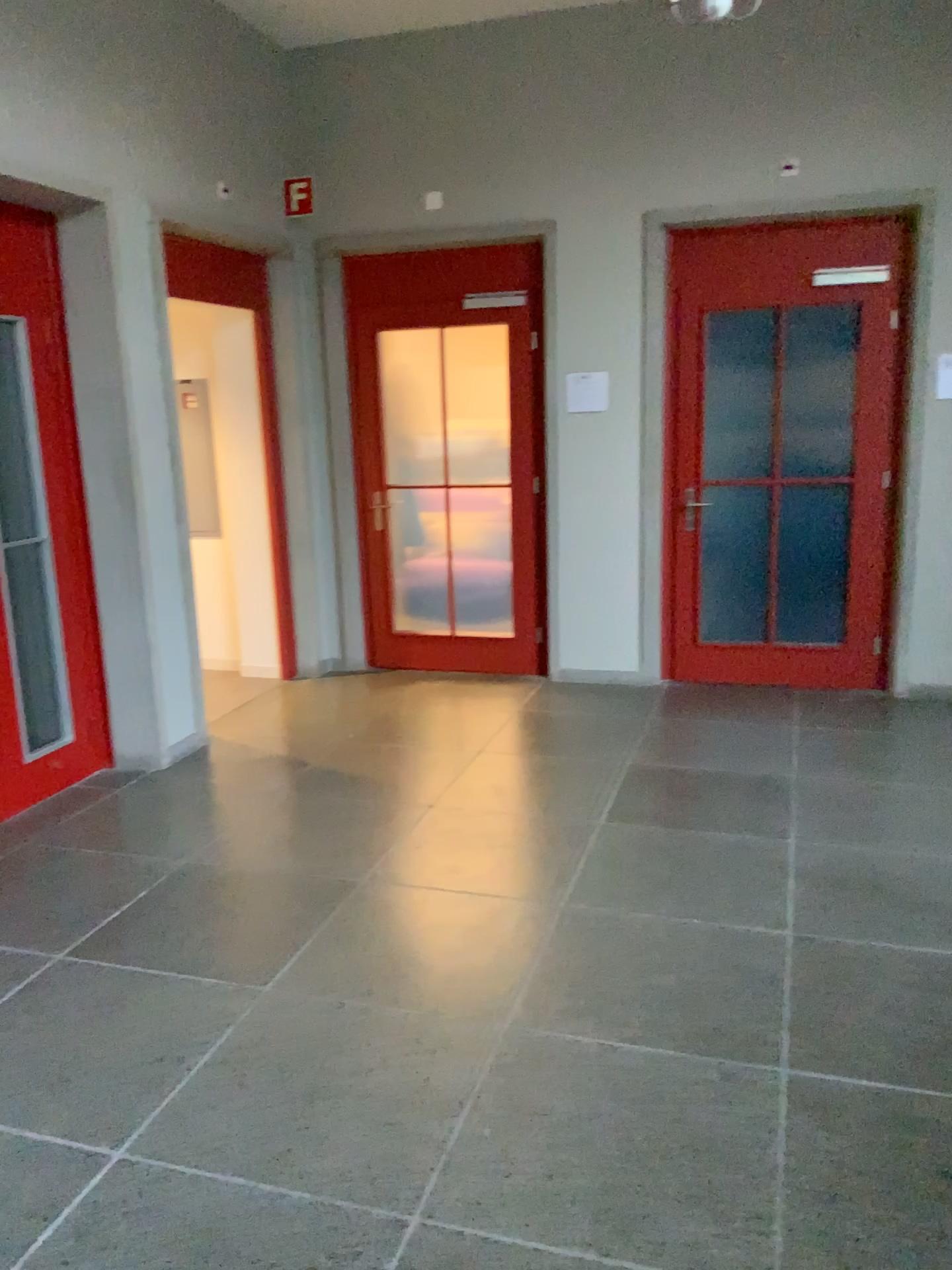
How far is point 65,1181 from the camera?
2.18m
